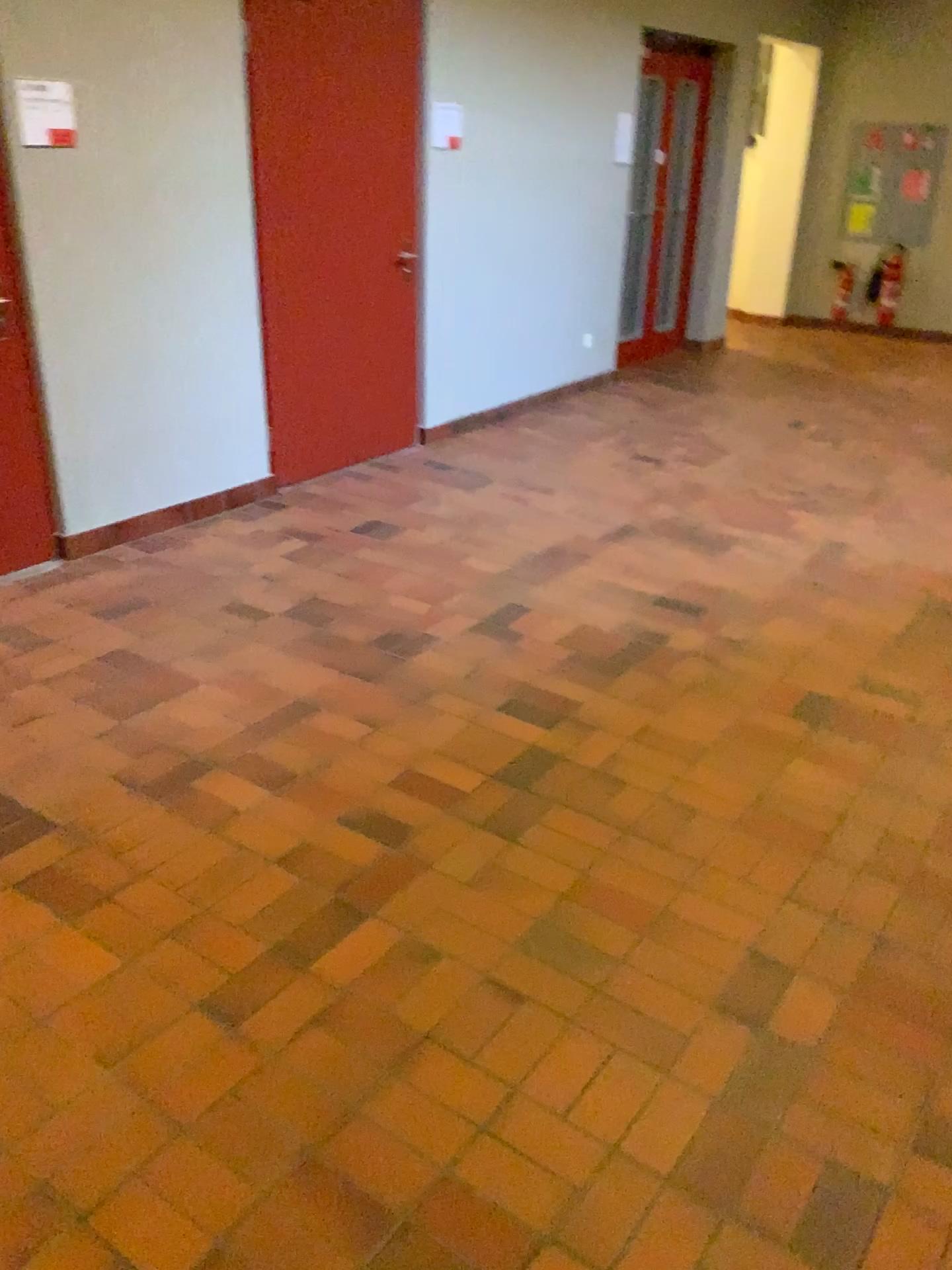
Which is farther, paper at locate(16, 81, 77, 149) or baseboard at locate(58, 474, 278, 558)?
baseboard at locate(58, 474, 278, 558)

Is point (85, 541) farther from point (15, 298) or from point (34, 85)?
point (34, 85)

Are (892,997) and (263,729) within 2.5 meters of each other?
yes

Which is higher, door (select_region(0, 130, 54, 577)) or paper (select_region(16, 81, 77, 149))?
paper (select_region(16, 81, 77, 149))

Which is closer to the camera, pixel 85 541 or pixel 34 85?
pixel 34 85

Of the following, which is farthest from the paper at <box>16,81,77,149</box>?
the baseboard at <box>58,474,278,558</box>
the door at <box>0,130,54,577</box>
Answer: the baseboard at <box>58,474,278,558</box>

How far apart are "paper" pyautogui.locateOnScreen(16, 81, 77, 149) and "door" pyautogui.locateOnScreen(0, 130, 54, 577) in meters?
0.3

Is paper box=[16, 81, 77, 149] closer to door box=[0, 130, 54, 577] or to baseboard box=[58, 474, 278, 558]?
door box=[0, 130, 54, 577]

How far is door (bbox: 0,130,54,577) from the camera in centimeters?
377cm

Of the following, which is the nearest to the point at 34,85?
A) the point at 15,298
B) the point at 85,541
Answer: the point at 15,298
